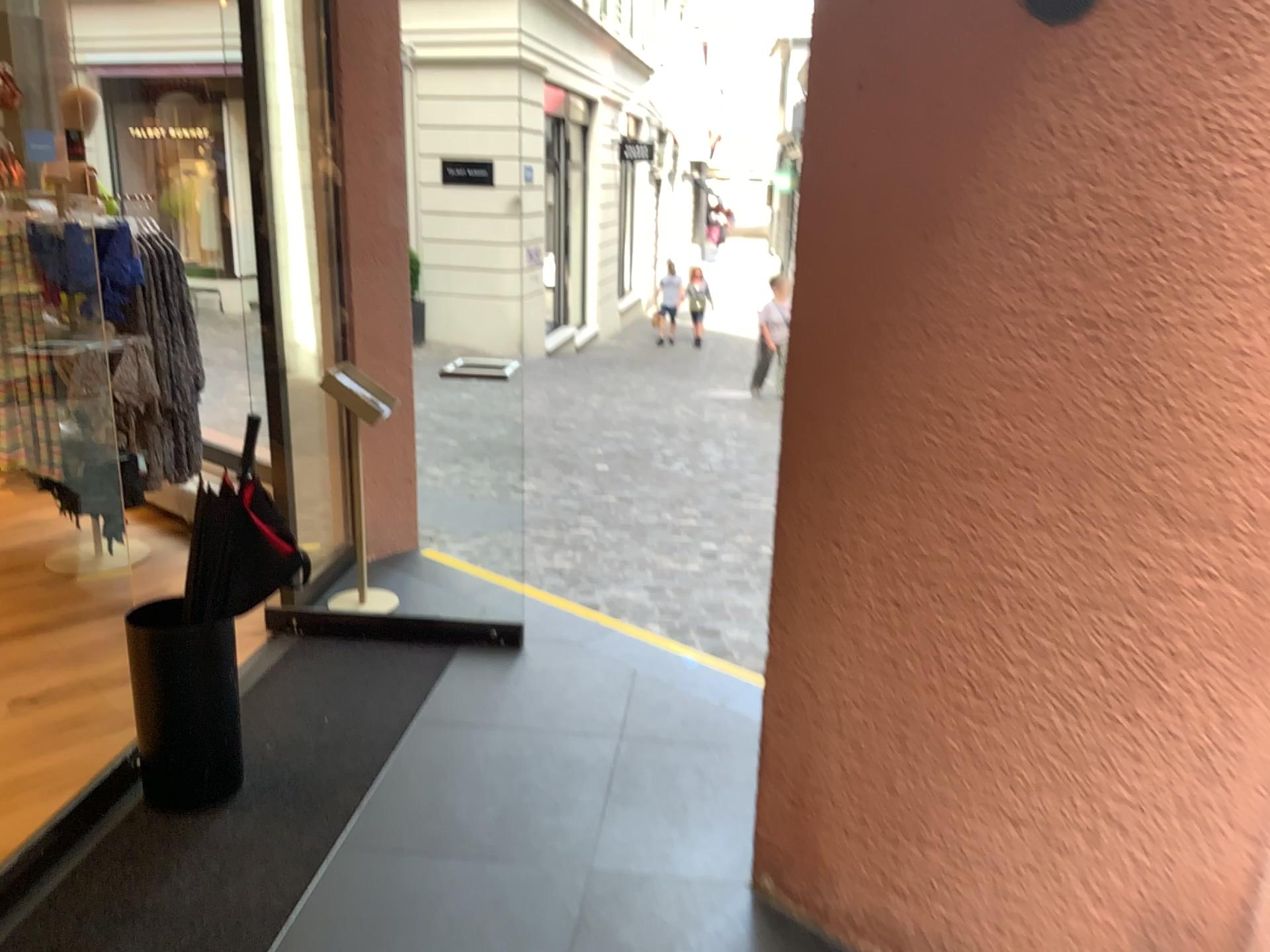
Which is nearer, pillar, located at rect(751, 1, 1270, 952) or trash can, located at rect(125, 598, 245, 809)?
pillar, located at rect(751, 1, 1270, 952)

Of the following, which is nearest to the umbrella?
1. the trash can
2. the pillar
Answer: the trash can

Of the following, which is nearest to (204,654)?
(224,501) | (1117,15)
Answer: (224,501)

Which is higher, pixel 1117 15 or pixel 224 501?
pixel 1117 15

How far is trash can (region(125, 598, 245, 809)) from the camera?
2.6m

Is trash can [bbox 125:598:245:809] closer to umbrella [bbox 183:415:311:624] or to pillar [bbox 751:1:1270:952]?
umbrella [bbox 183:415:311:624]

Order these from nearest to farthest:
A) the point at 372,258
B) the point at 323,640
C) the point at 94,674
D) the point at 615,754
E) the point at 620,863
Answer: the point at 620,863
the point at 615,754
the point at 94,674
the point at 323,640
the point at 372,258

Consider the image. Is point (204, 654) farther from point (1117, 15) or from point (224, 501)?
point (1117, 15)
